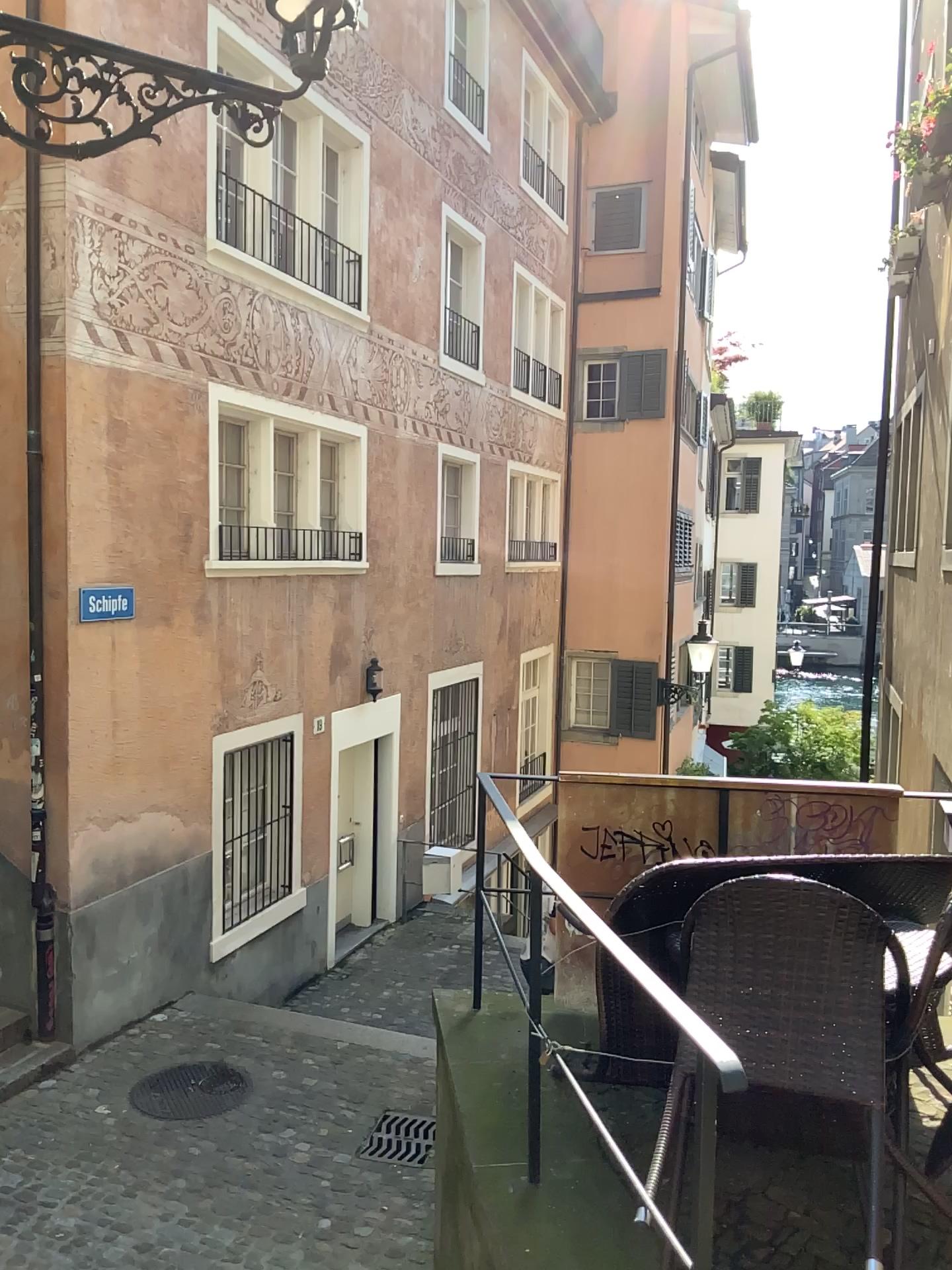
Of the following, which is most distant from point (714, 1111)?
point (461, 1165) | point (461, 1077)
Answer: point (461, 1077)
